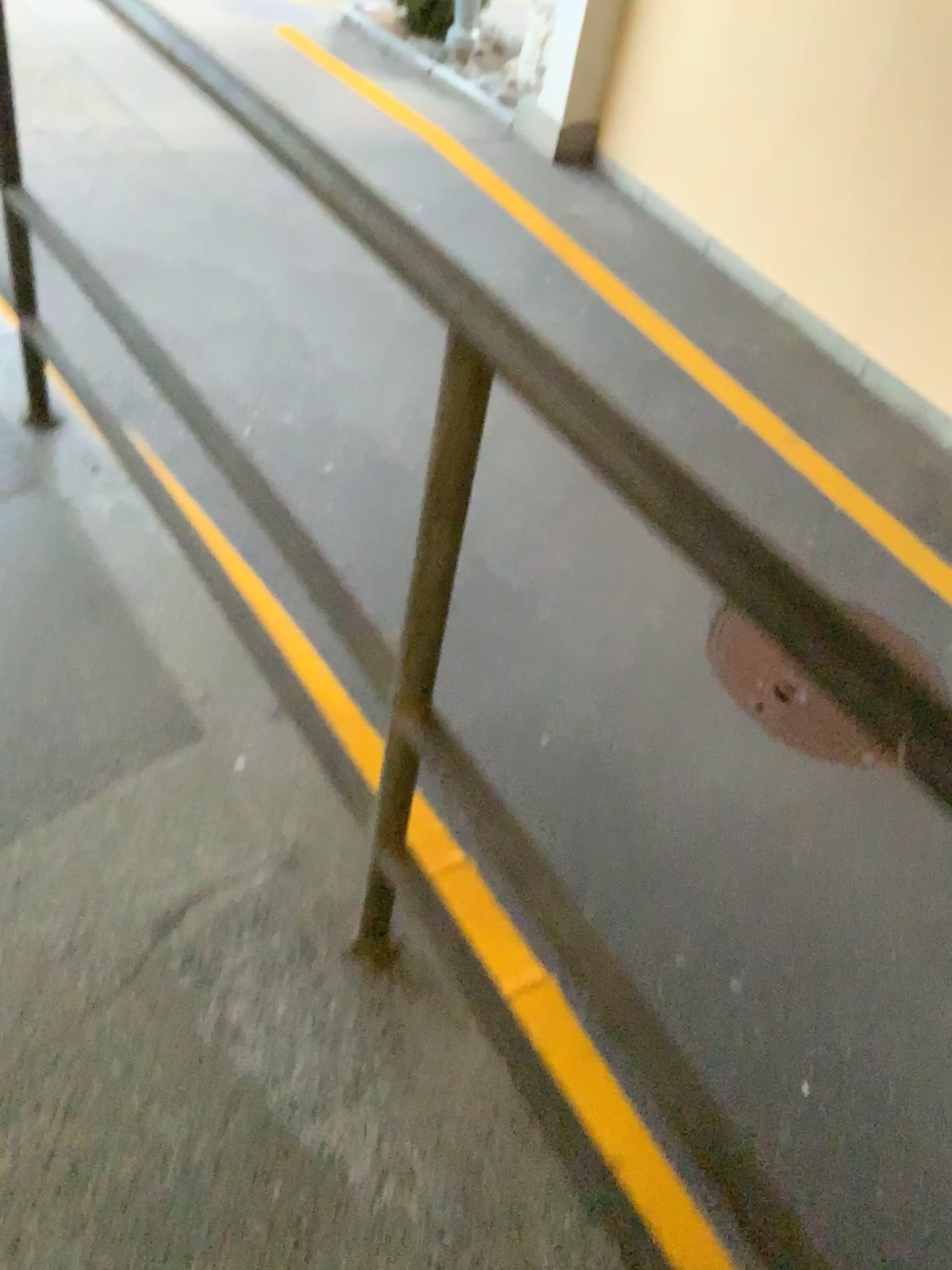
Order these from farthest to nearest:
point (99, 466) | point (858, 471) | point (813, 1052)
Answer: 1. point (858, 471)
2. point (813, 1052)
3. point (99, 466)
